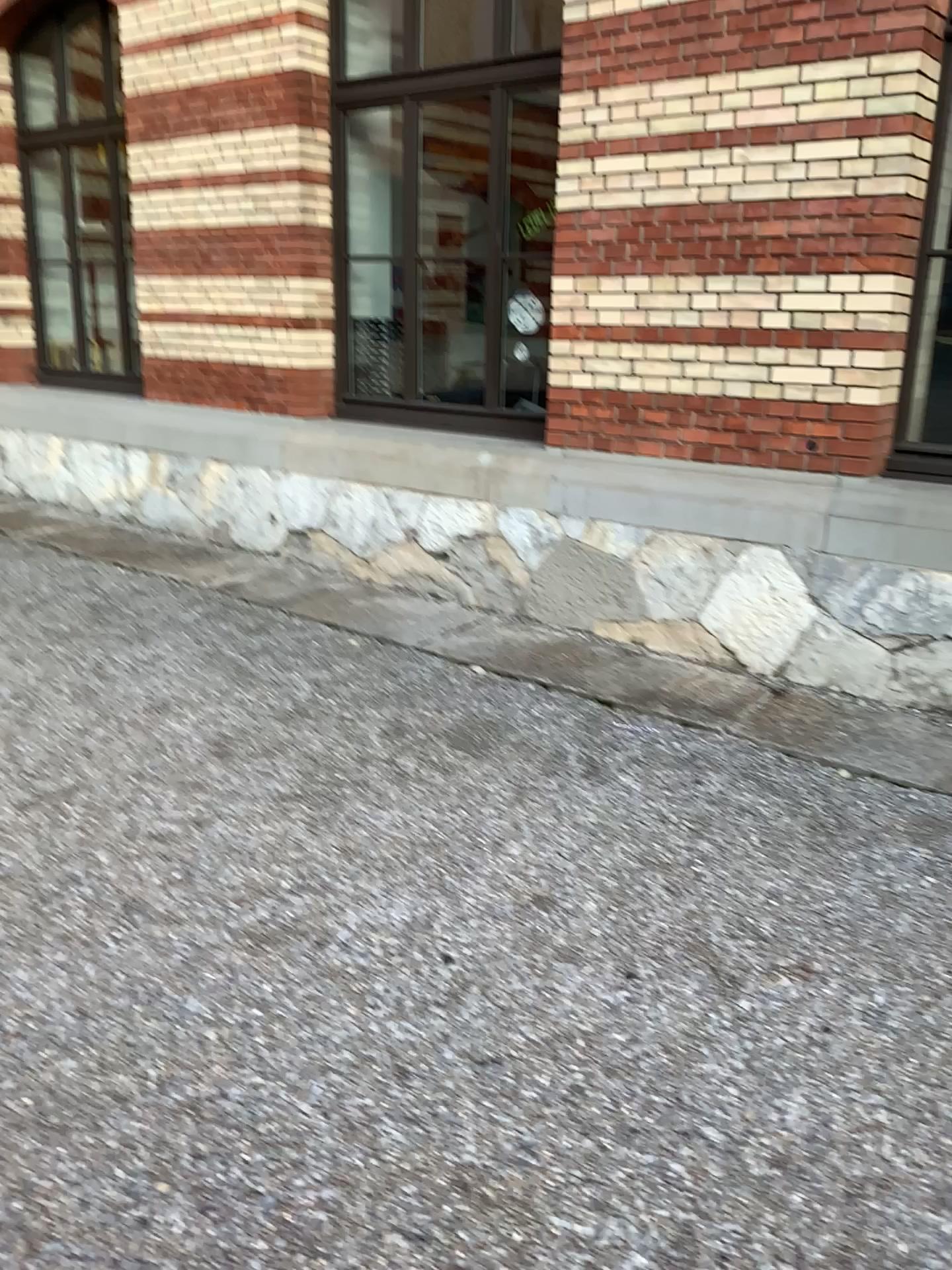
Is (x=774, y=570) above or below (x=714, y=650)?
above

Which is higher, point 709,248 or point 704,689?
point 709,248

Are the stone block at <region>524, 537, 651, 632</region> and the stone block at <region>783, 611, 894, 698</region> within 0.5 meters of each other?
no

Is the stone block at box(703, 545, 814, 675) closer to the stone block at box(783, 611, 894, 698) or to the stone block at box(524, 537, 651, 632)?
the stone block at box(783, 611, 894, 698)

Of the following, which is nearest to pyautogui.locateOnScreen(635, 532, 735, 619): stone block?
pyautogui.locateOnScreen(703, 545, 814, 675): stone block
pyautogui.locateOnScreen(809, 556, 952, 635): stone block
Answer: pyautogui.locateOnScreen(703, 545, 814, 675): stone block

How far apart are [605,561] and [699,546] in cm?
50

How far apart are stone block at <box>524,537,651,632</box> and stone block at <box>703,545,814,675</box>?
0.43m

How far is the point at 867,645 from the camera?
4.22m

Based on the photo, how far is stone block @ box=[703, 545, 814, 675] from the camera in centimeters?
443cm

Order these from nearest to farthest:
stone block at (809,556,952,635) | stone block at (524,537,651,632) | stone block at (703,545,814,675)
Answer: stone block at (809,556,952,635) → stone block at (703,545,814,675) → stone block at (524,537,651,632)
